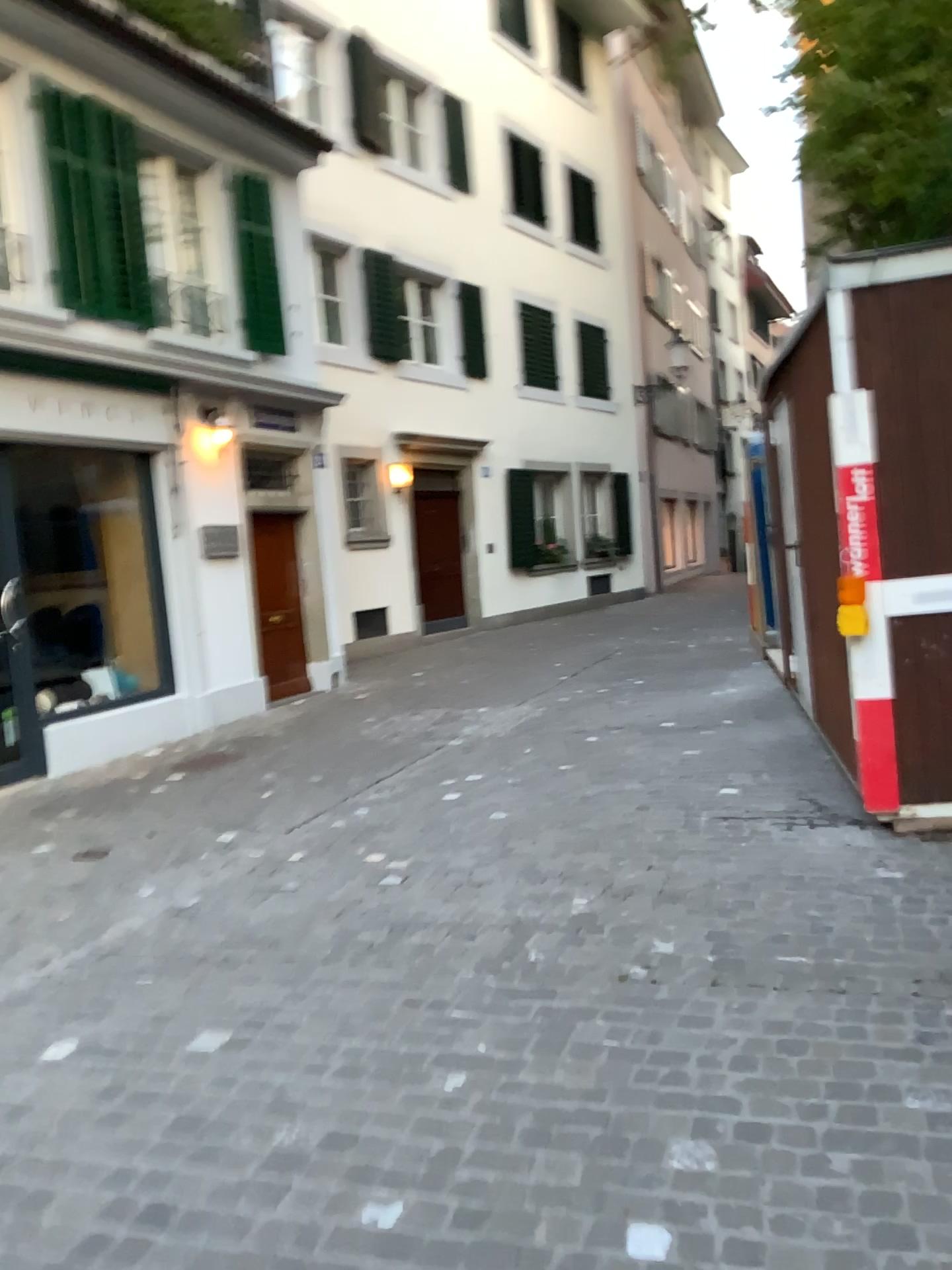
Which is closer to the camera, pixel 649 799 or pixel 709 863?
pixel 709 863
